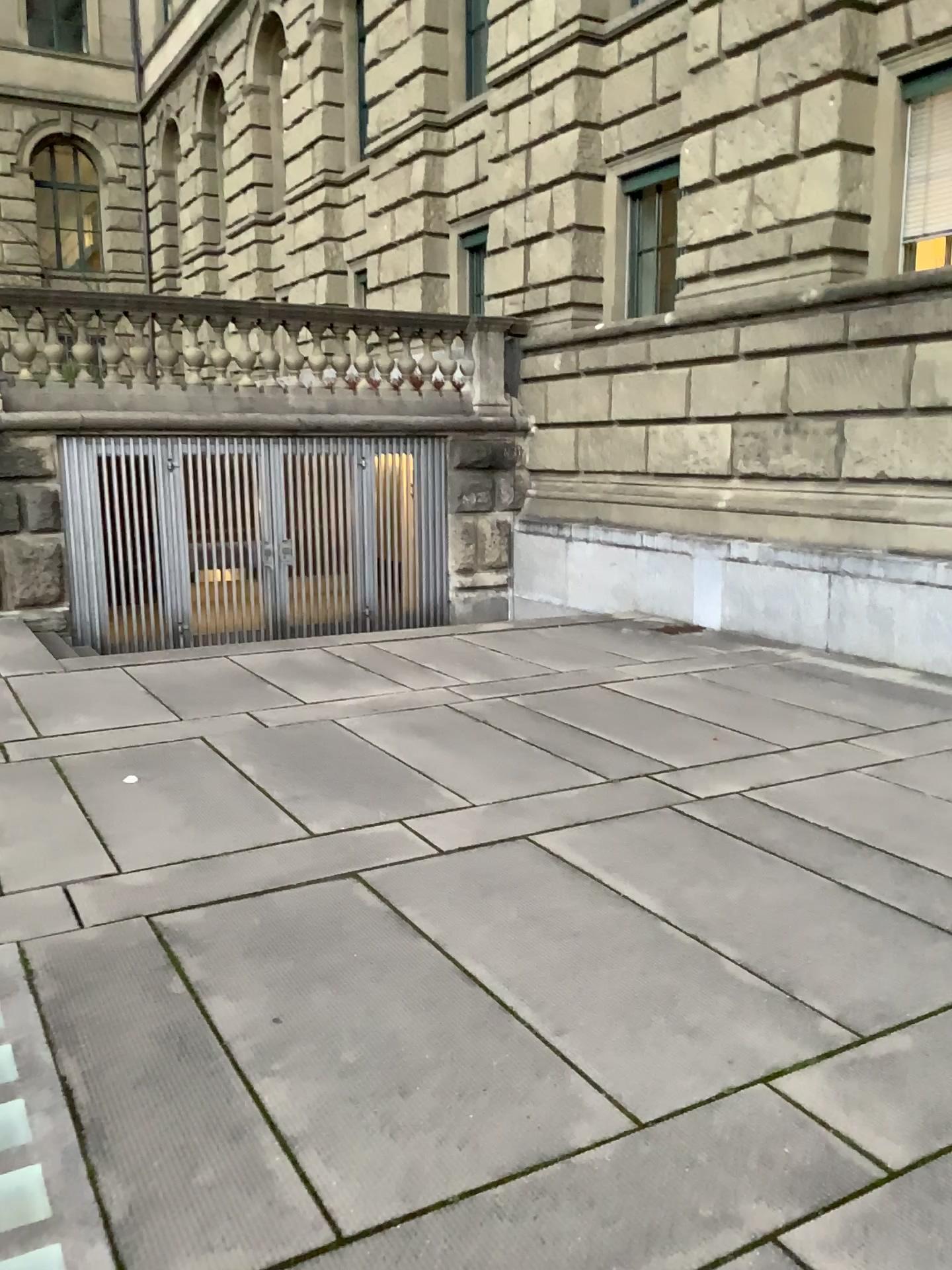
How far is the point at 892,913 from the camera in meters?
3.5
